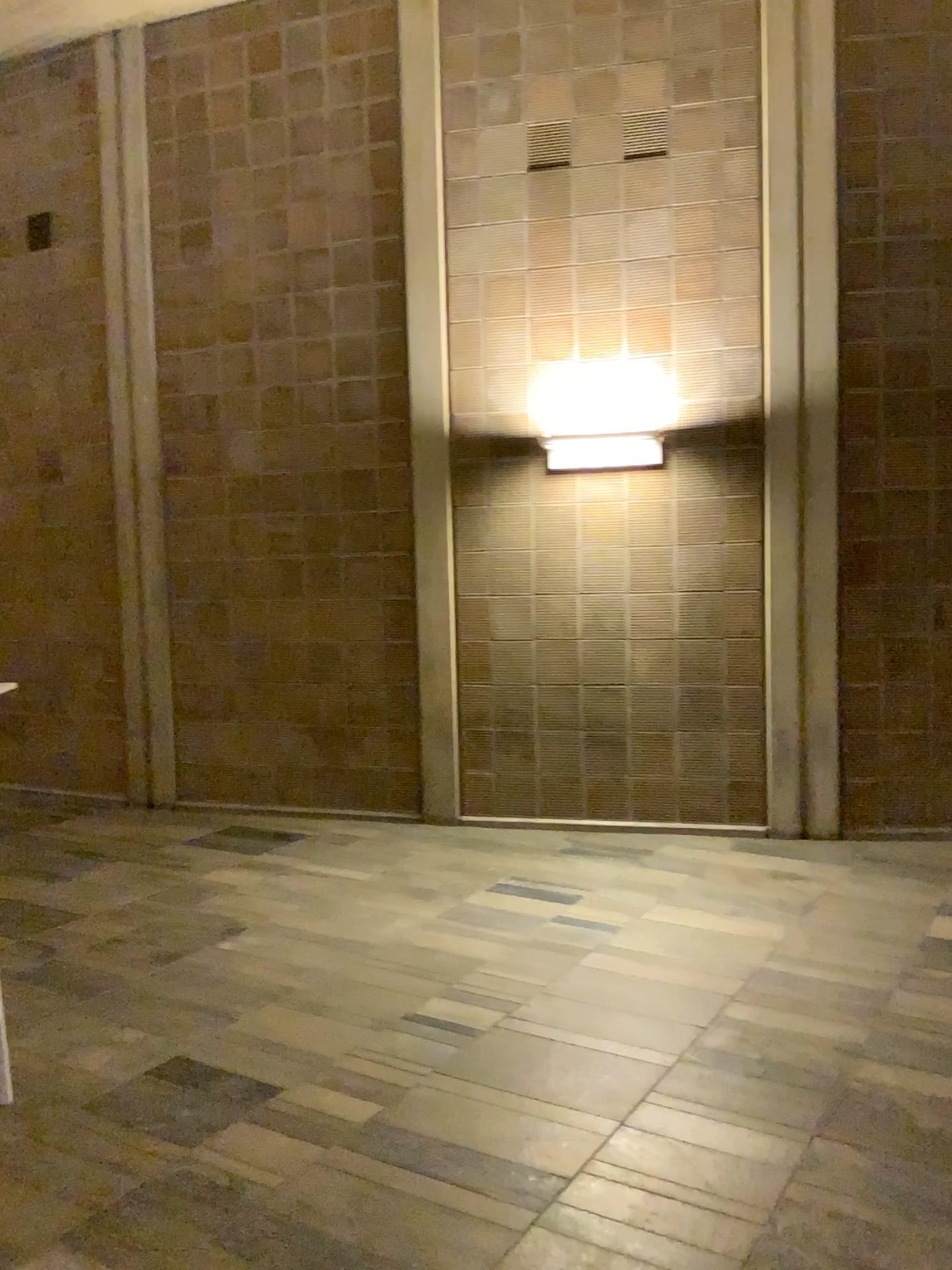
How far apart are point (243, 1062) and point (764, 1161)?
1.5 meters
